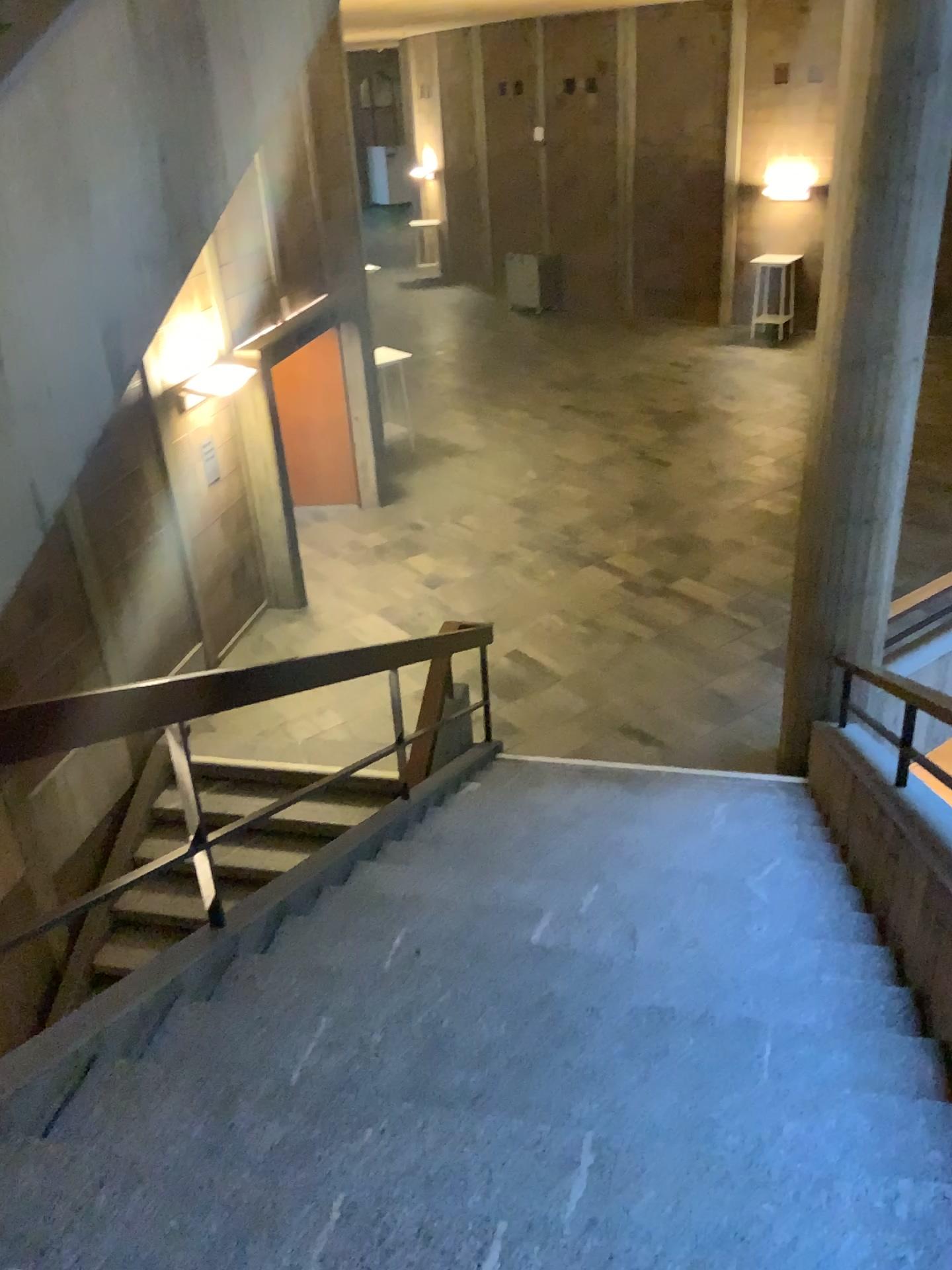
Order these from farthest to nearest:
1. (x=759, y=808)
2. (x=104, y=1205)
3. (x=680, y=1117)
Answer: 1. (x=759, y=808)
2. (x=680, y=1117)
3. (x=104, y=1205)
